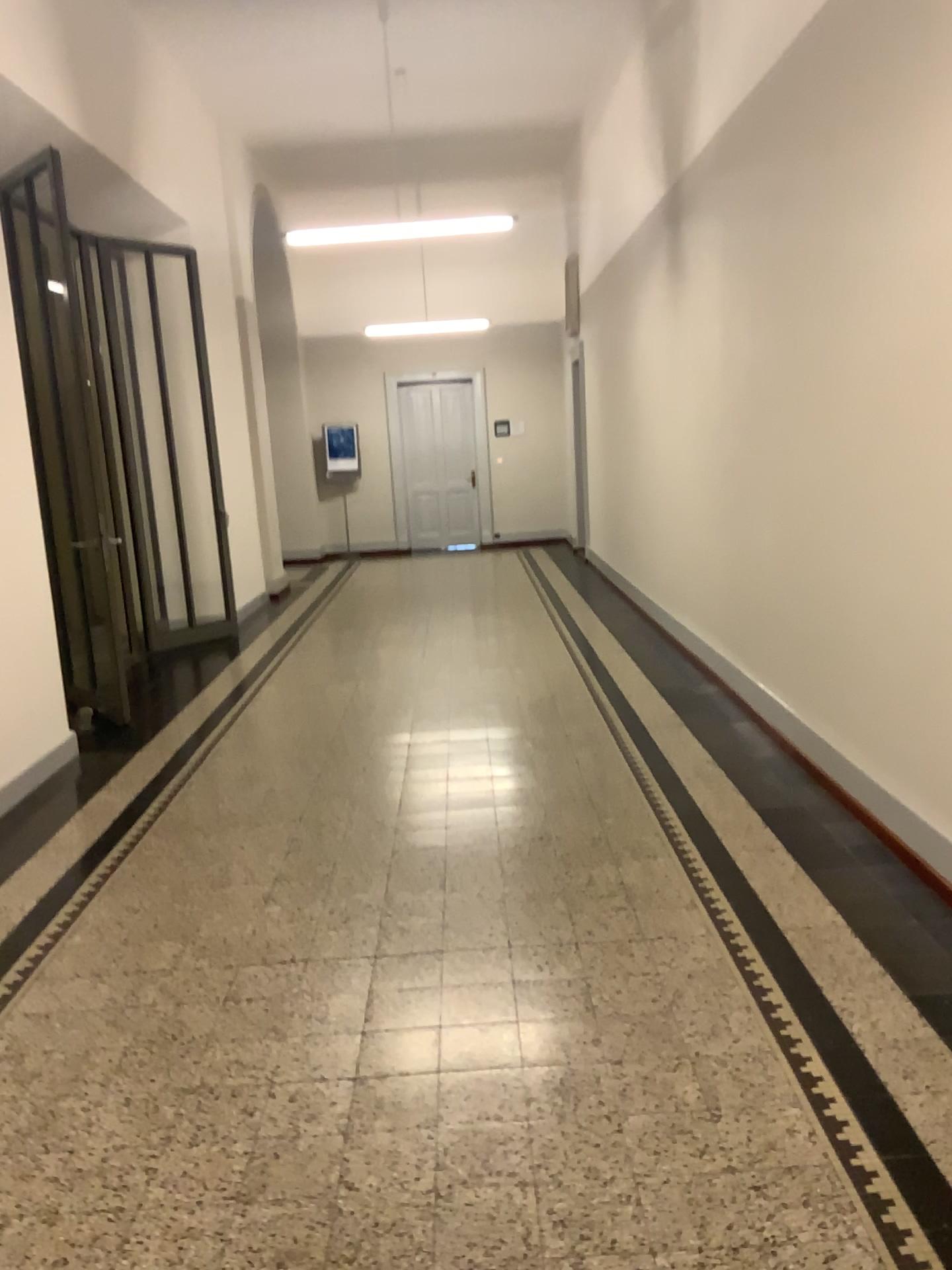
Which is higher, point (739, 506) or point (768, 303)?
point (768, 303)
